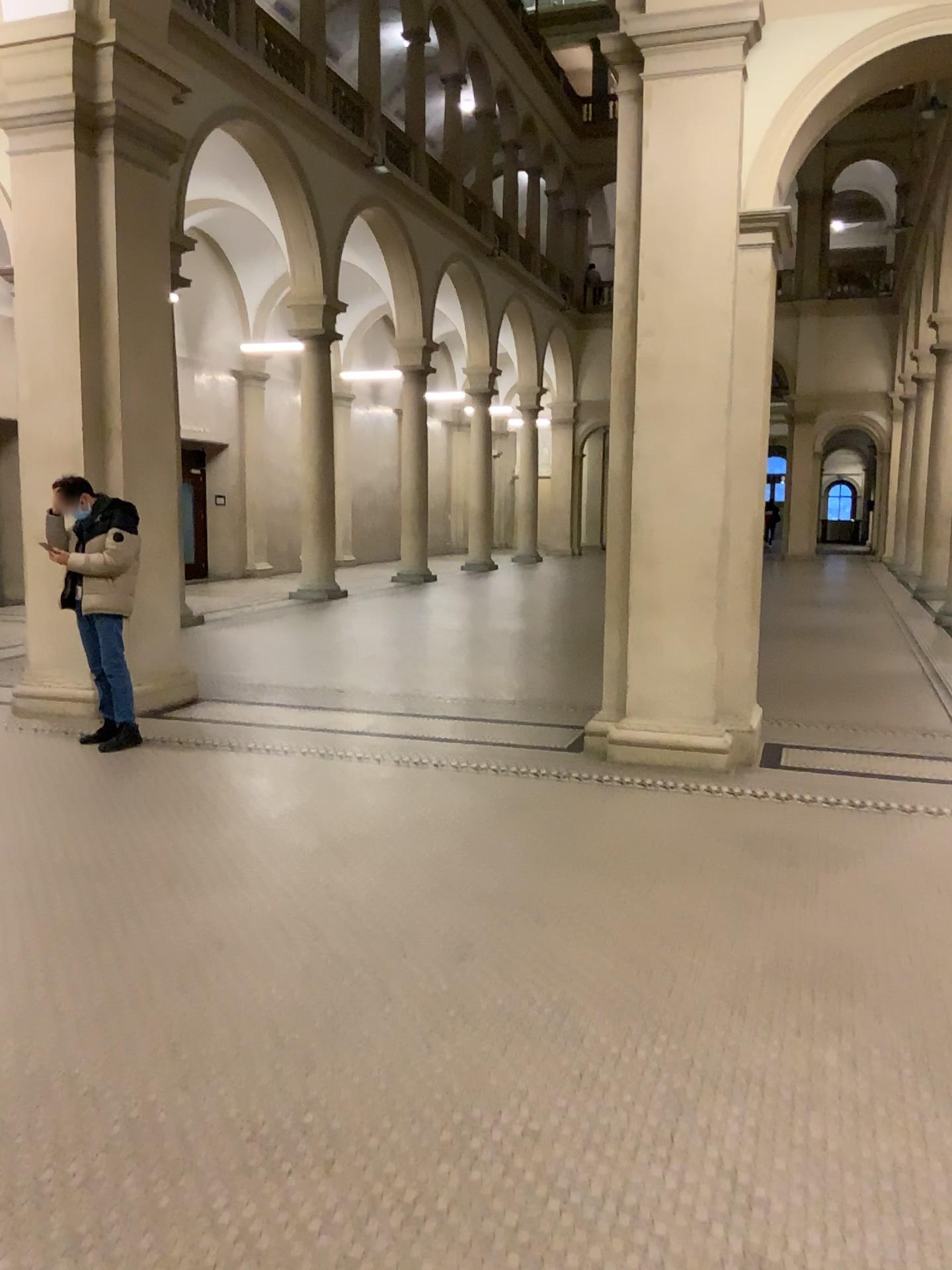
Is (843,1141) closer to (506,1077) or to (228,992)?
(506,1077)
